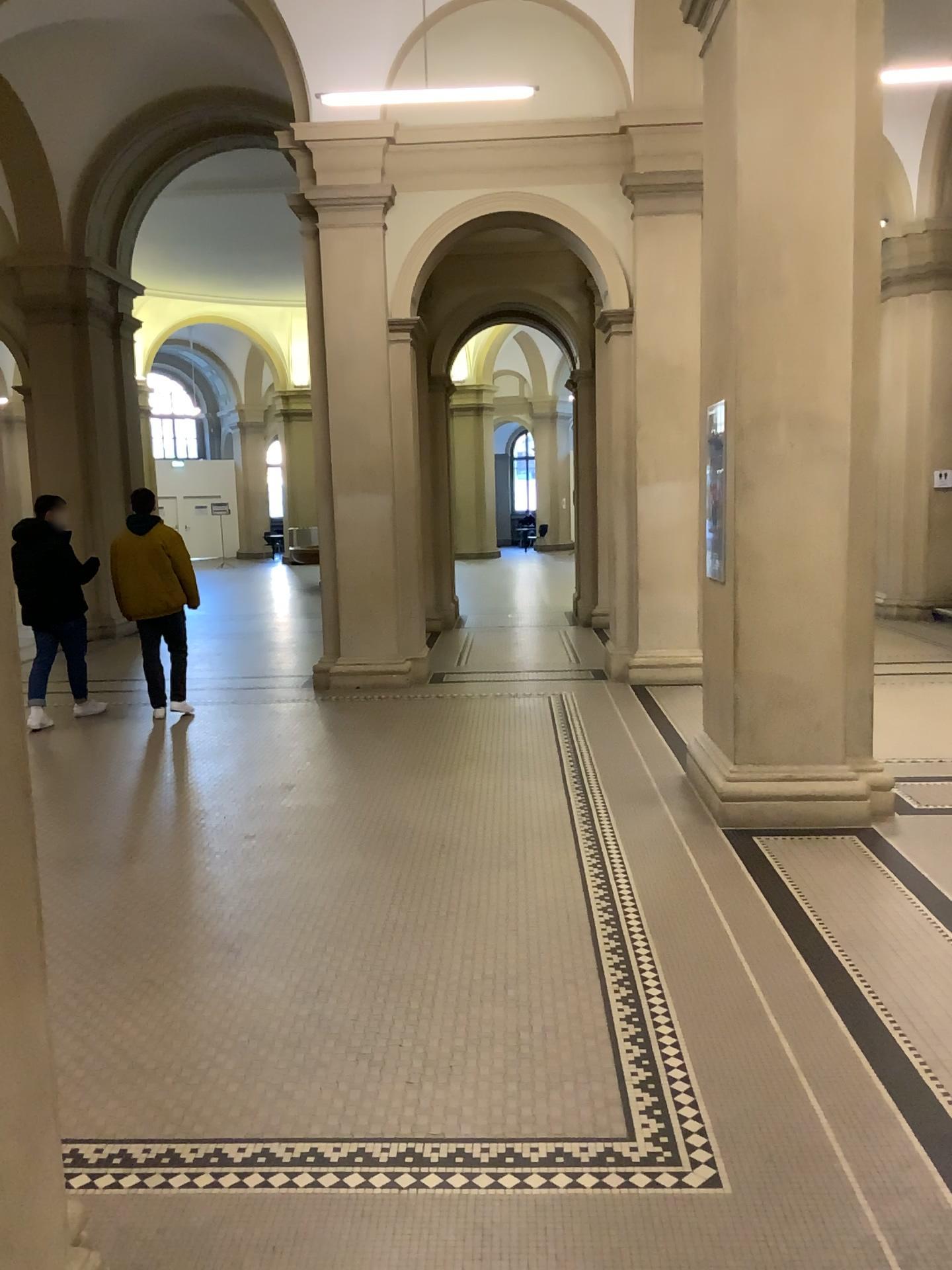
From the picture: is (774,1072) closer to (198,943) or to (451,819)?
(198,943)
